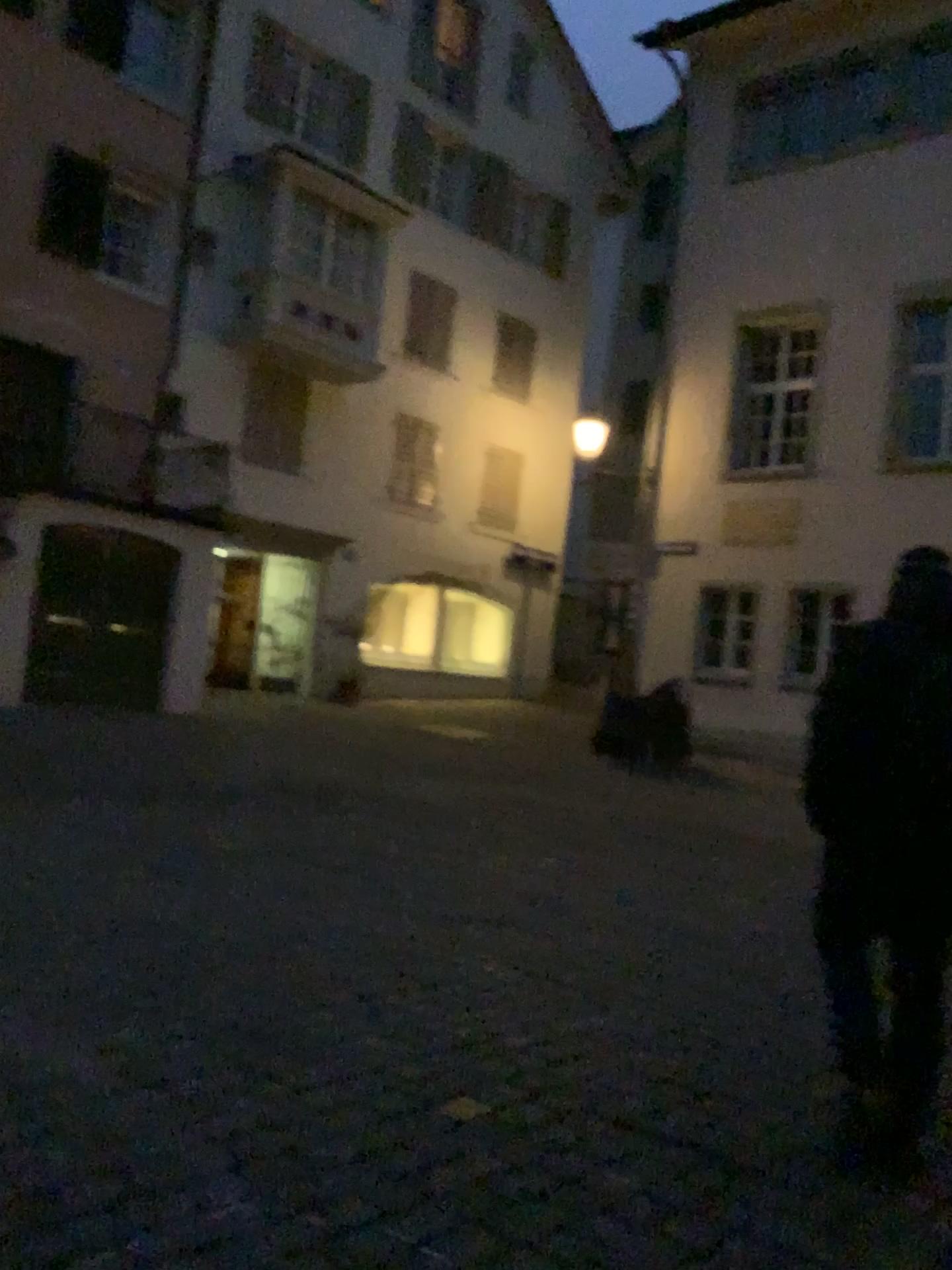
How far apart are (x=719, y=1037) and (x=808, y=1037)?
0.37m
